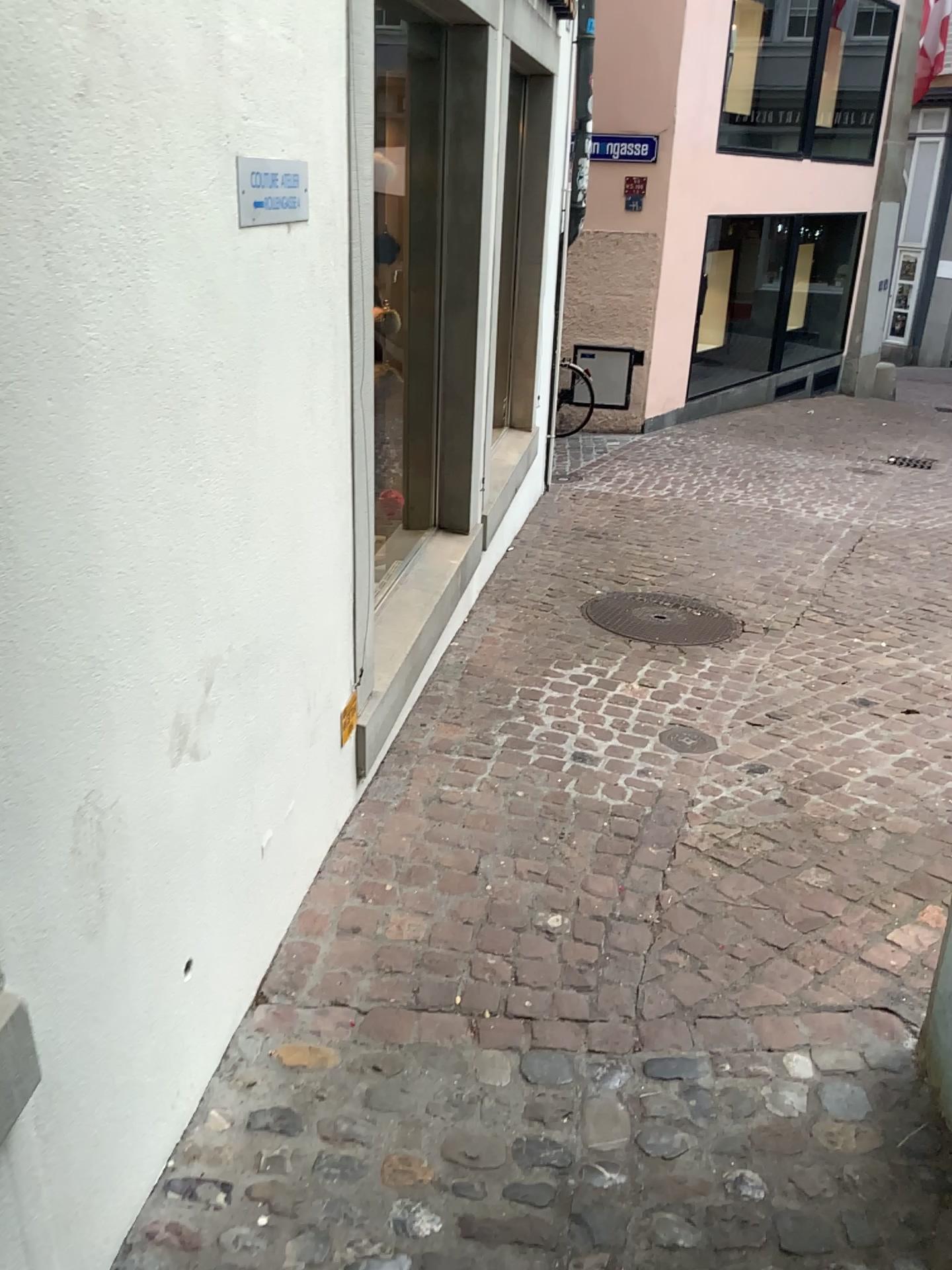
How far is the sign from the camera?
1.78m

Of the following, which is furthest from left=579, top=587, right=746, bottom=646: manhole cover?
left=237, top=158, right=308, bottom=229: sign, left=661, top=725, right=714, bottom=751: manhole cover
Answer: left=237, top=158, right=308, bottom=229: sign

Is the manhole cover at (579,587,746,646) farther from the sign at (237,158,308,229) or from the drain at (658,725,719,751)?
the sign at (237,158,308,229)

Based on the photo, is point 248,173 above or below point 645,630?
above

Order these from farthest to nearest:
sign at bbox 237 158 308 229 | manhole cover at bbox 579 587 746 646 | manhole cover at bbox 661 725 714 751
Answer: manhole cover at bbox 579 587 746 646
manhole cover at bbox 661 725 714 751
sign at bbox 237 158 308 229

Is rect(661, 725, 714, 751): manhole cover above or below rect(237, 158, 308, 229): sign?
below

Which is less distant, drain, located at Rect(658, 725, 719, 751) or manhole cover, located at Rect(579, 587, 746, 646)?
drain, located at Rect(658, 725, 719, 751)

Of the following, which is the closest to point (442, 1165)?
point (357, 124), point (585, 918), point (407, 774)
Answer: point (585, 918)

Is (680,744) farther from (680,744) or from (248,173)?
(248,173)

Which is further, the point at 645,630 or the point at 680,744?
the point at 645,630
